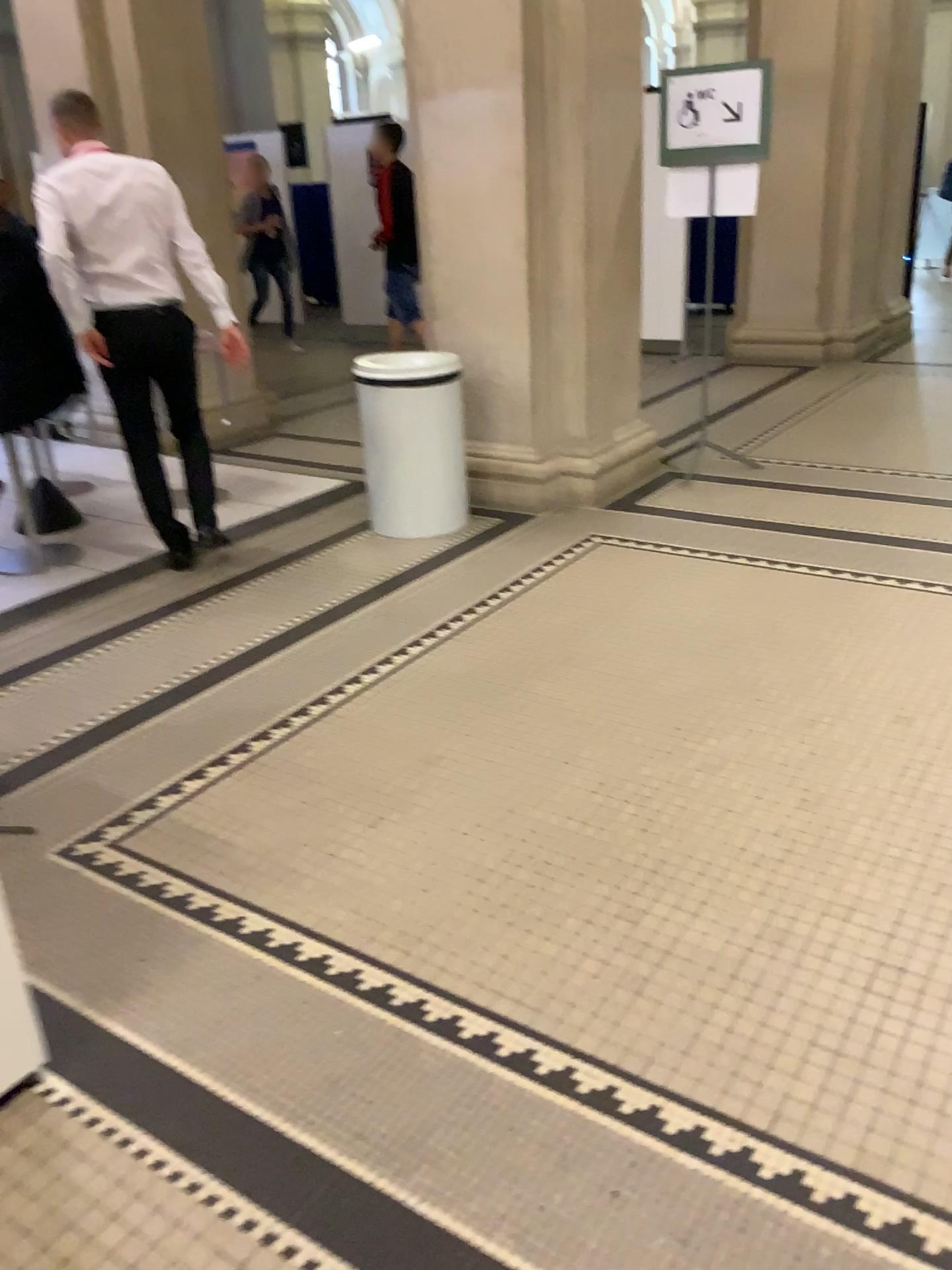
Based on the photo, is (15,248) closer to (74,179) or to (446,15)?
(74,179)

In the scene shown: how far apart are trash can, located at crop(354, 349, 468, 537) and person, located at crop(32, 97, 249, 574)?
0.71m

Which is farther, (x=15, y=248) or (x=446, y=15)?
(x=446, y=15)

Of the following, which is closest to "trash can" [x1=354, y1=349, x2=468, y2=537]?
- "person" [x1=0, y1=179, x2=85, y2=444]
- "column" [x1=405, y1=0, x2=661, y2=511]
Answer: "column" [x1=405, y1=0, x2=661, y2=511]

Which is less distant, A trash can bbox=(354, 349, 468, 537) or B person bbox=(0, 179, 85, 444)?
B person bbox=(0, 179, 85, 444)

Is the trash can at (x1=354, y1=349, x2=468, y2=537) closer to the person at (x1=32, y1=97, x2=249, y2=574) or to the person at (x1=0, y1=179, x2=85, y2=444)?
the person at (x1=32, y1=97, x2=249, y2=574)

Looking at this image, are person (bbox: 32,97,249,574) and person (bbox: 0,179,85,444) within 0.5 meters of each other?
yes

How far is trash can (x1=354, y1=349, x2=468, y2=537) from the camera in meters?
4.4

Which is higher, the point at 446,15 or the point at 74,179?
the point at 446,15

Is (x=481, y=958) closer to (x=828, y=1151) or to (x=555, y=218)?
(x=828, y=1151)
